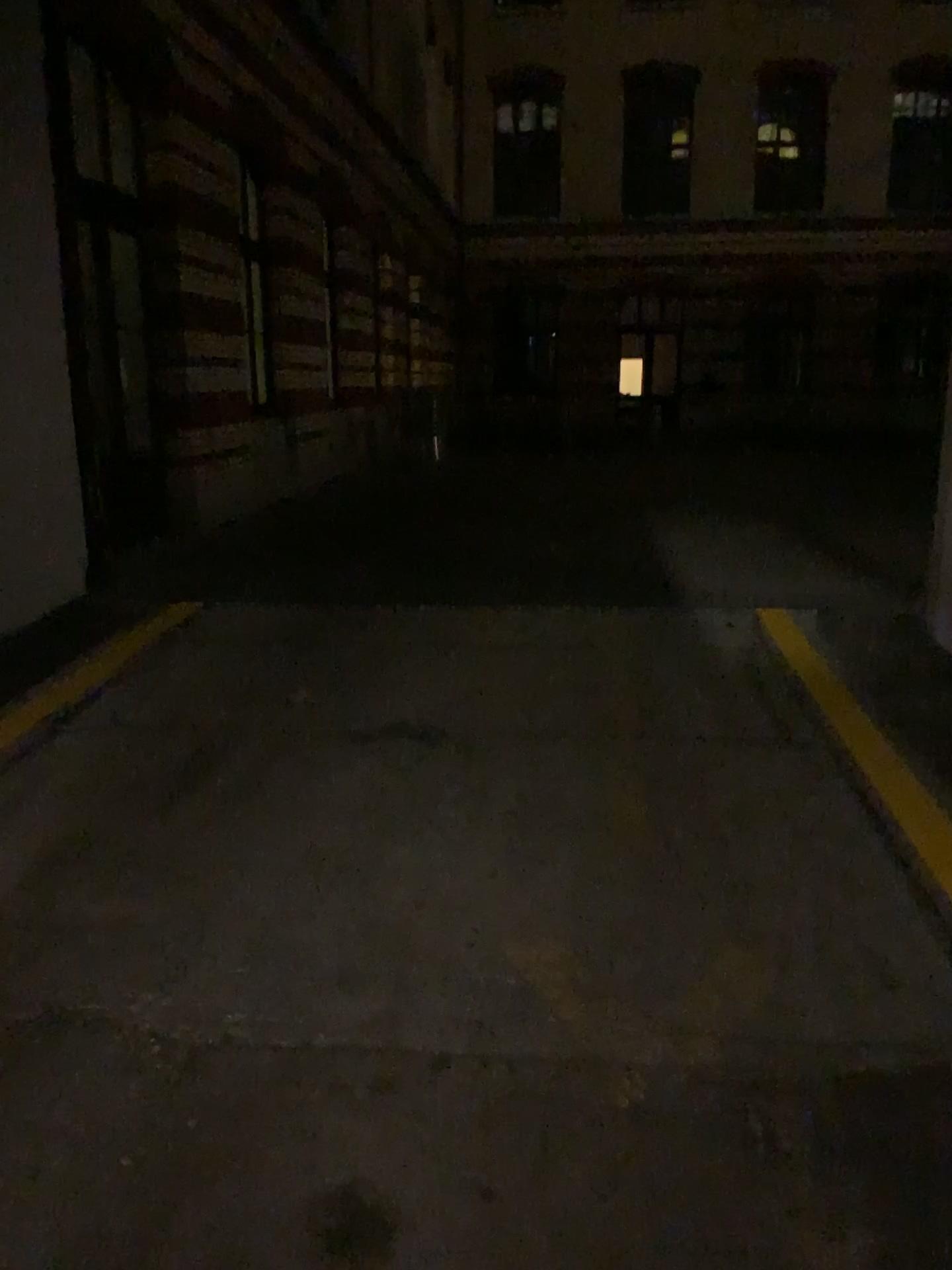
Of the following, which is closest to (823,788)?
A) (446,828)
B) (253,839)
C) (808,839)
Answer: (808,839)
